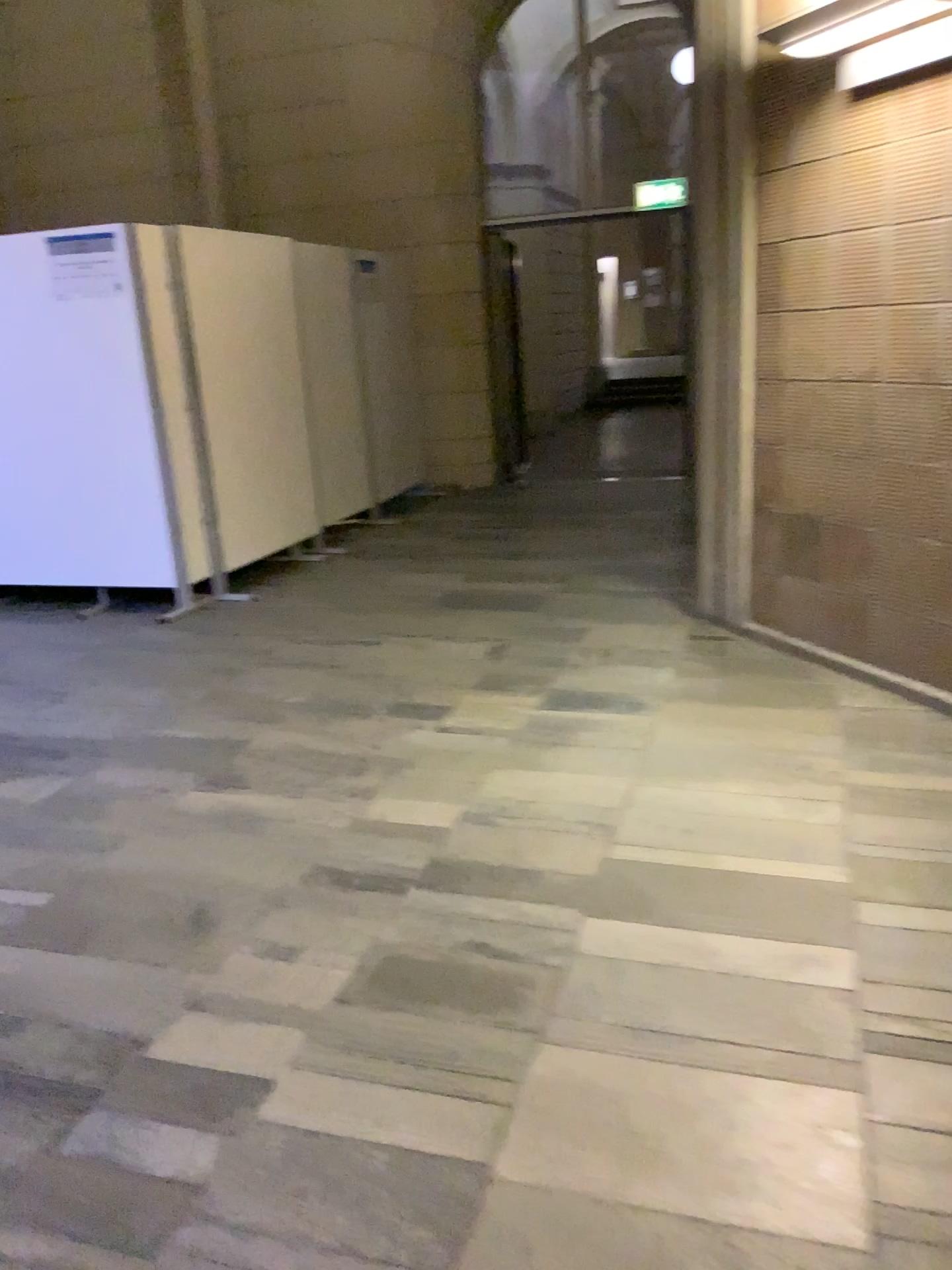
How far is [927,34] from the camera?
3.3m

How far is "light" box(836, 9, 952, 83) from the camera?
3.3m

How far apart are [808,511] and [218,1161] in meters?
3.2 m
